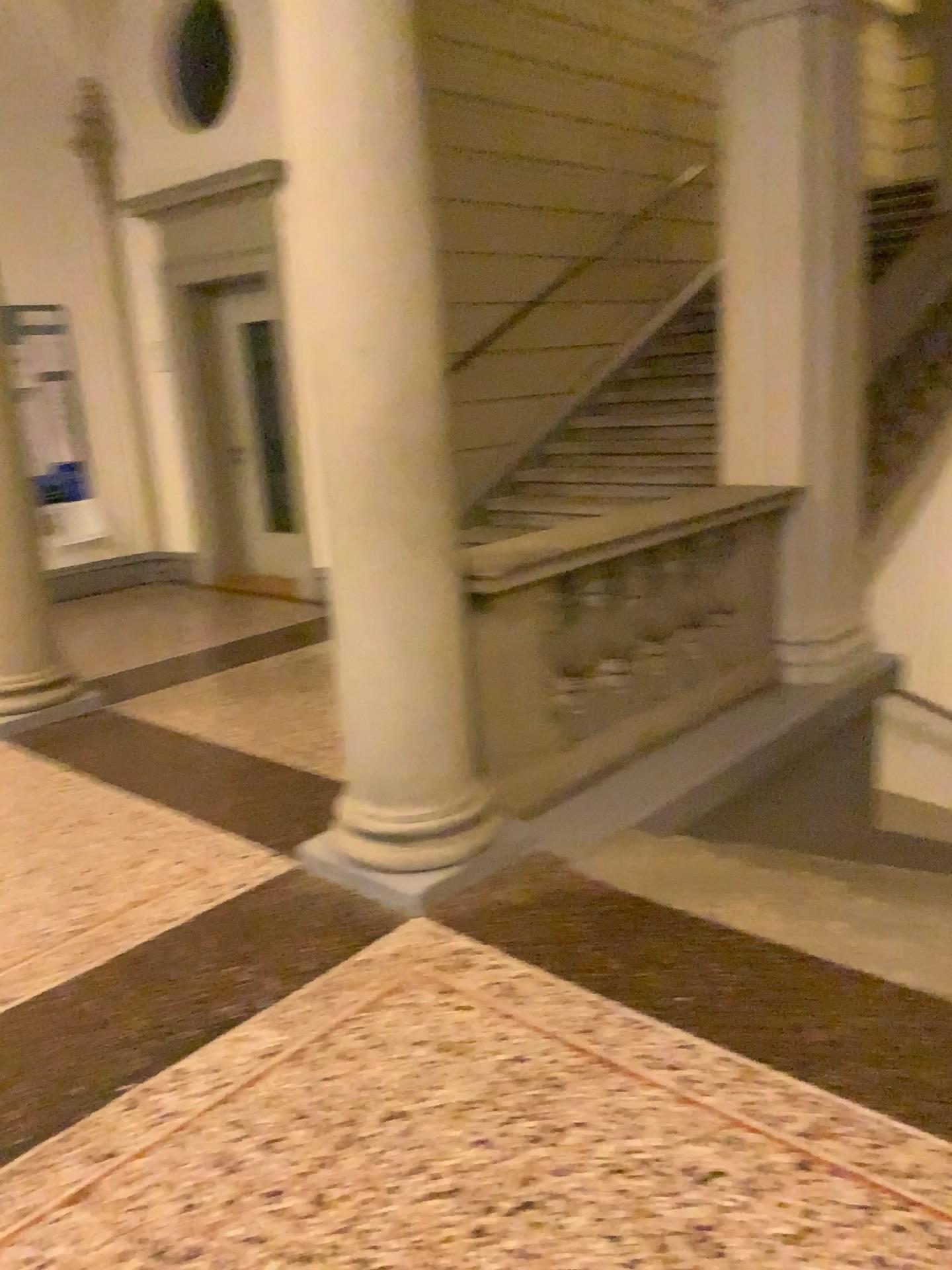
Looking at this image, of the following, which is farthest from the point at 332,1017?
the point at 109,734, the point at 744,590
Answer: the point at 744,590

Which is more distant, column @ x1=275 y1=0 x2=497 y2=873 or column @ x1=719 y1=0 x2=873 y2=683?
column @ x1=719 y1=0 x2=873 y2=683

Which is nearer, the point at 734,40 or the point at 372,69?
the point at 372,69

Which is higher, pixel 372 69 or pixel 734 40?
pixel 734 40
